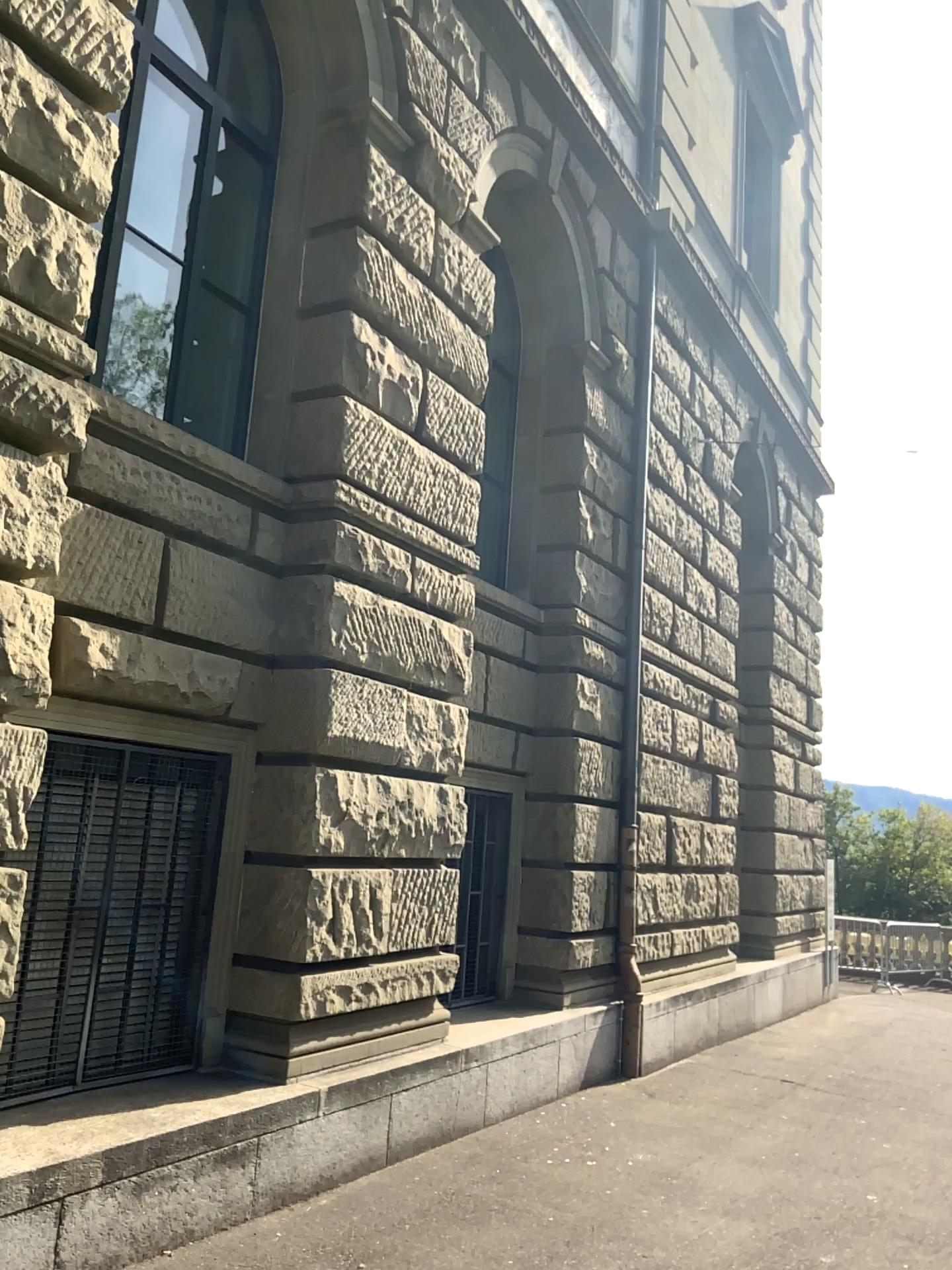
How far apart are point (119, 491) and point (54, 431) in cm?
75
